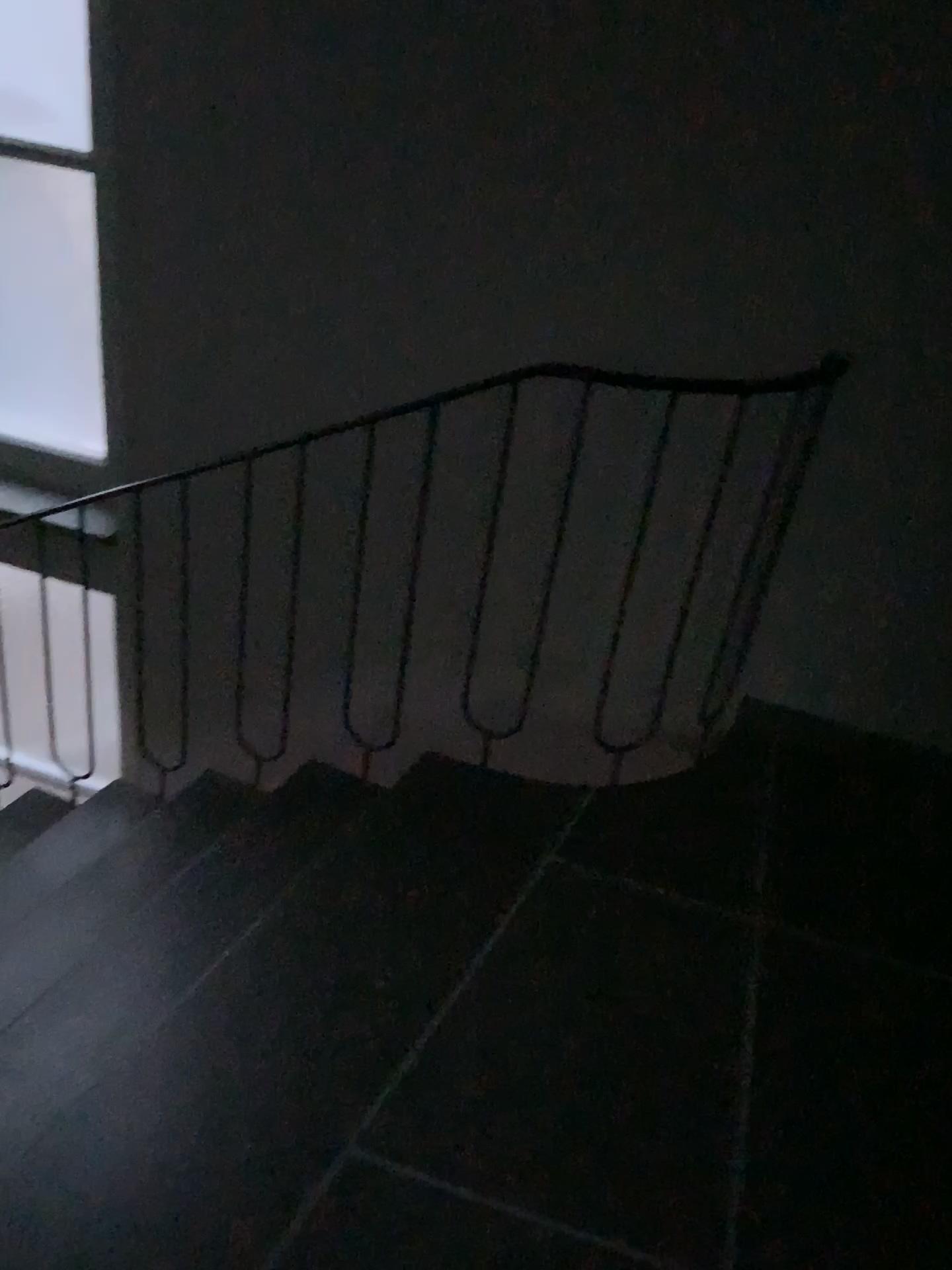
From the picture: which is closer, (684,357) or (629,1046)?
(629,1046)

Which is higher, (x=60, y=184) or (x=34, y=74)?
(x=34, y=74)

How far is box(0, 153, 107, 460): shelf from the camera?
2.9m

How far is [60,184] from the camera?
2.9m

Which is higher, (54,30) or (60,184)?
(54,30)
